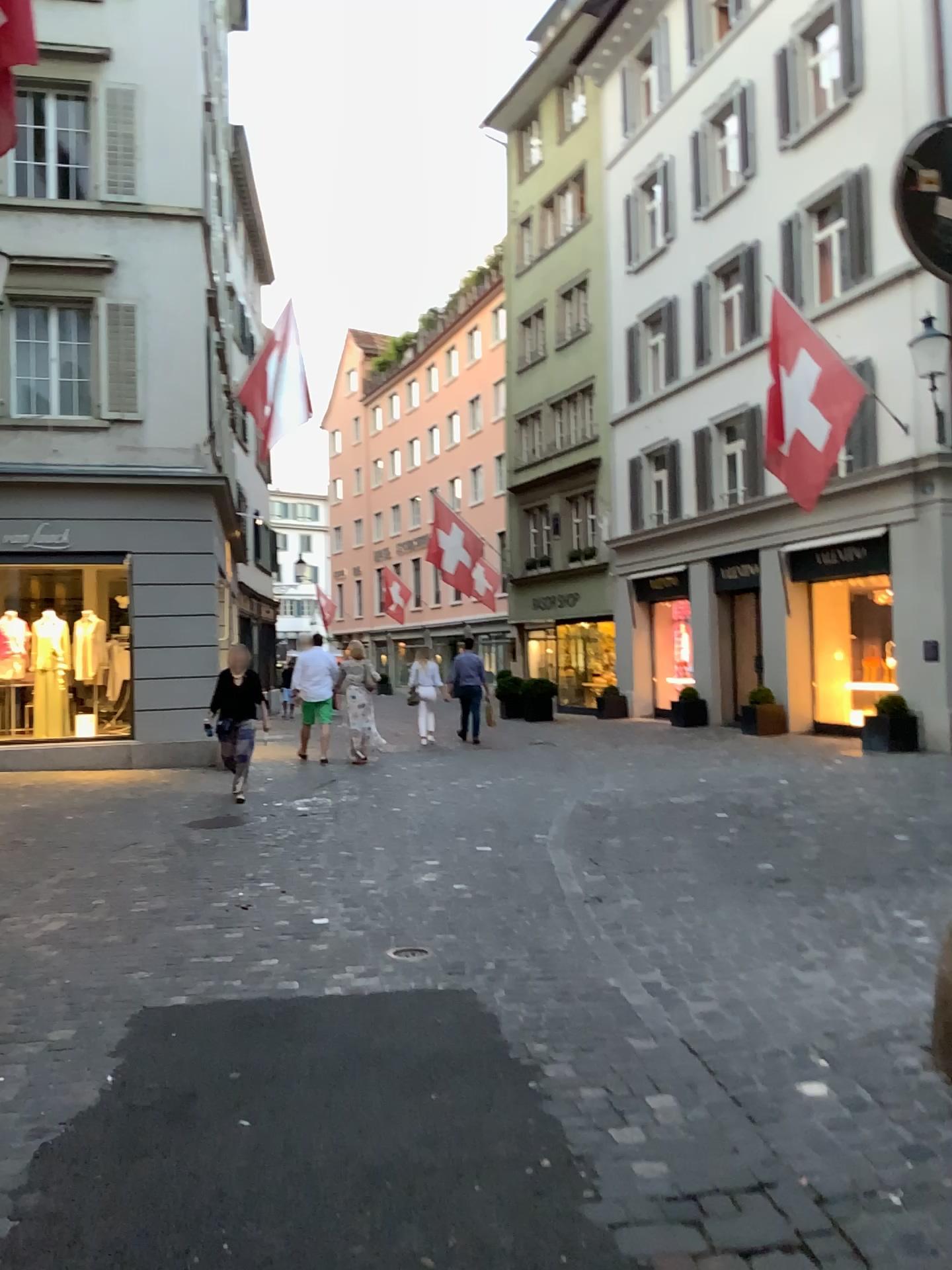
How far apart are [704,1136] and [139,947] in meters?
2.8 m
